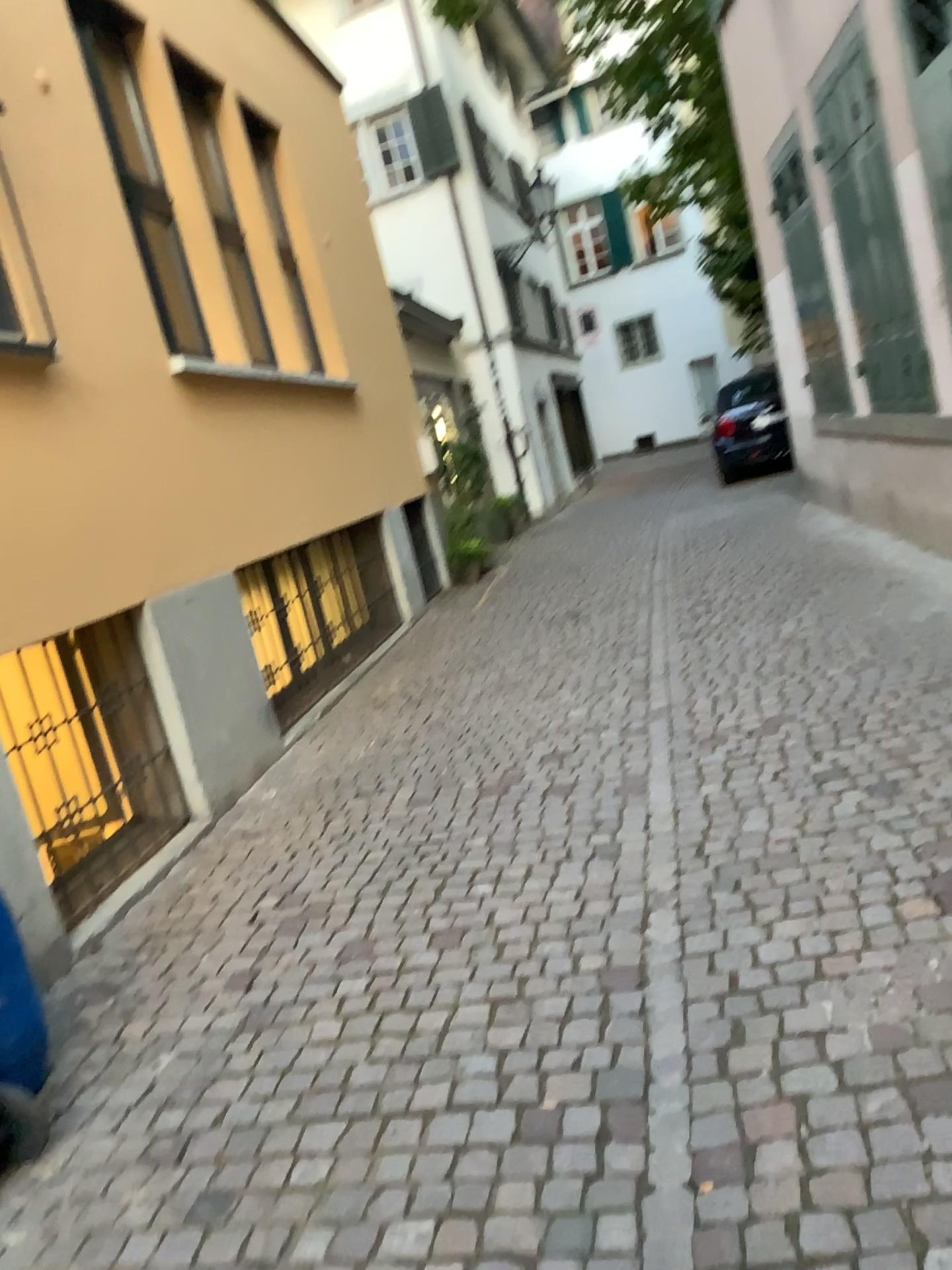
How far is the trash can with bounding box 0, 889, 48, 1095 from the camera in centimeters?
259cm

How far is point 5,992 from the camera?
2.6 meters

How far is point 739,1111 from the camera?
2.1m
